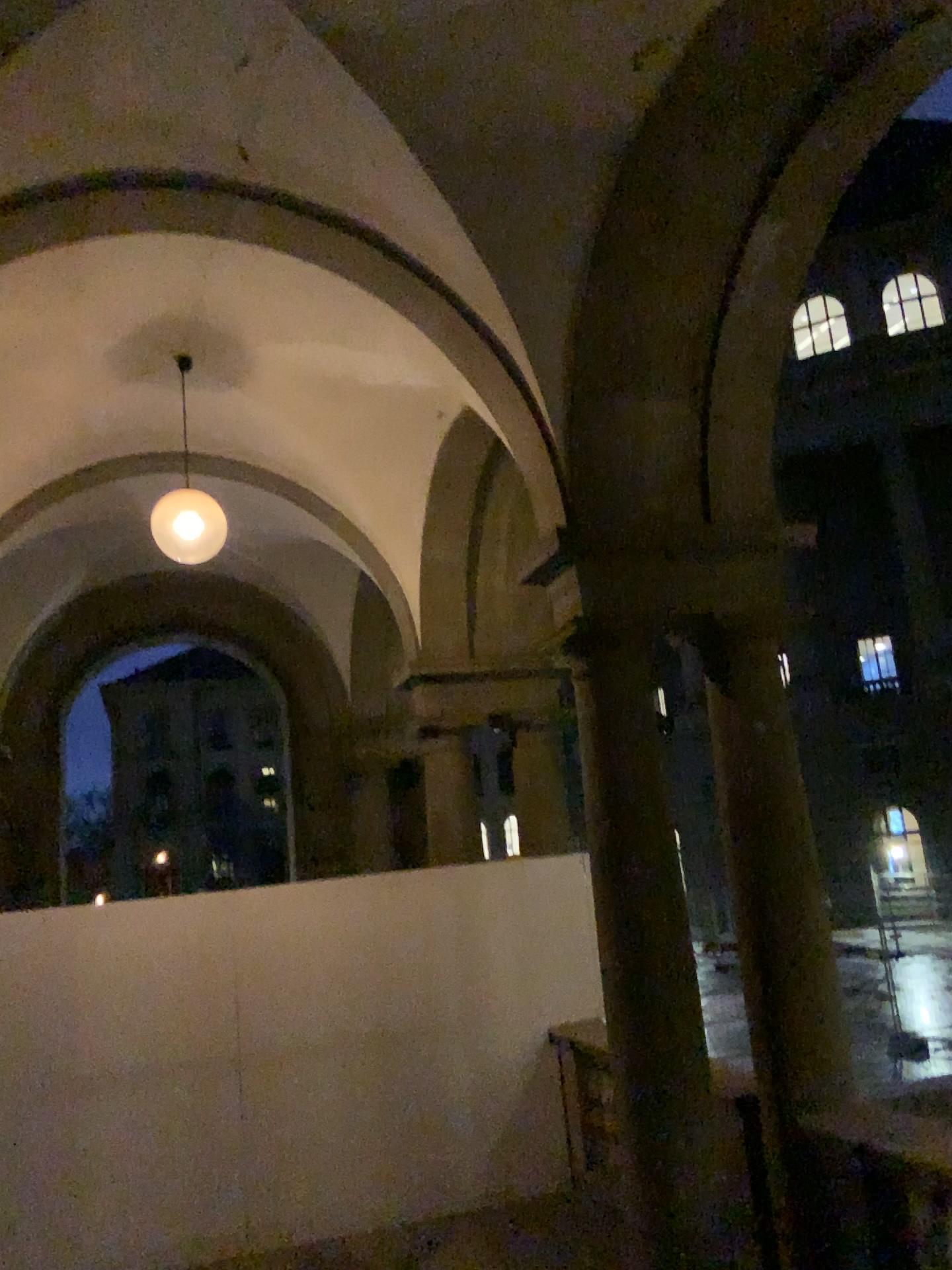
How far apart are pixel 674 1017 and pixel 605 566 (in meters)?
1.91
